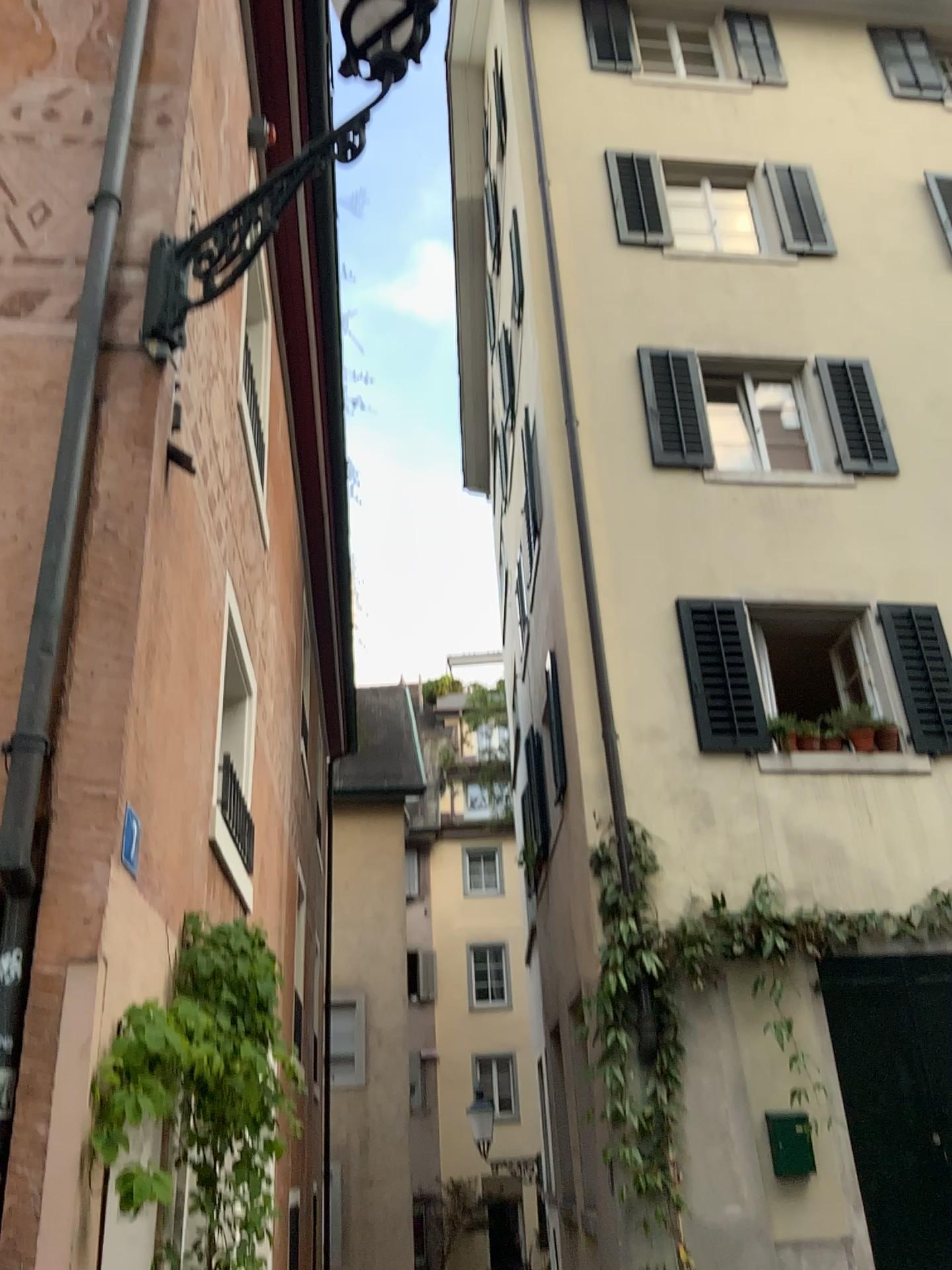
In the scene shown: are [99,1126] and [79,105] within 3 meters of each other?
no
